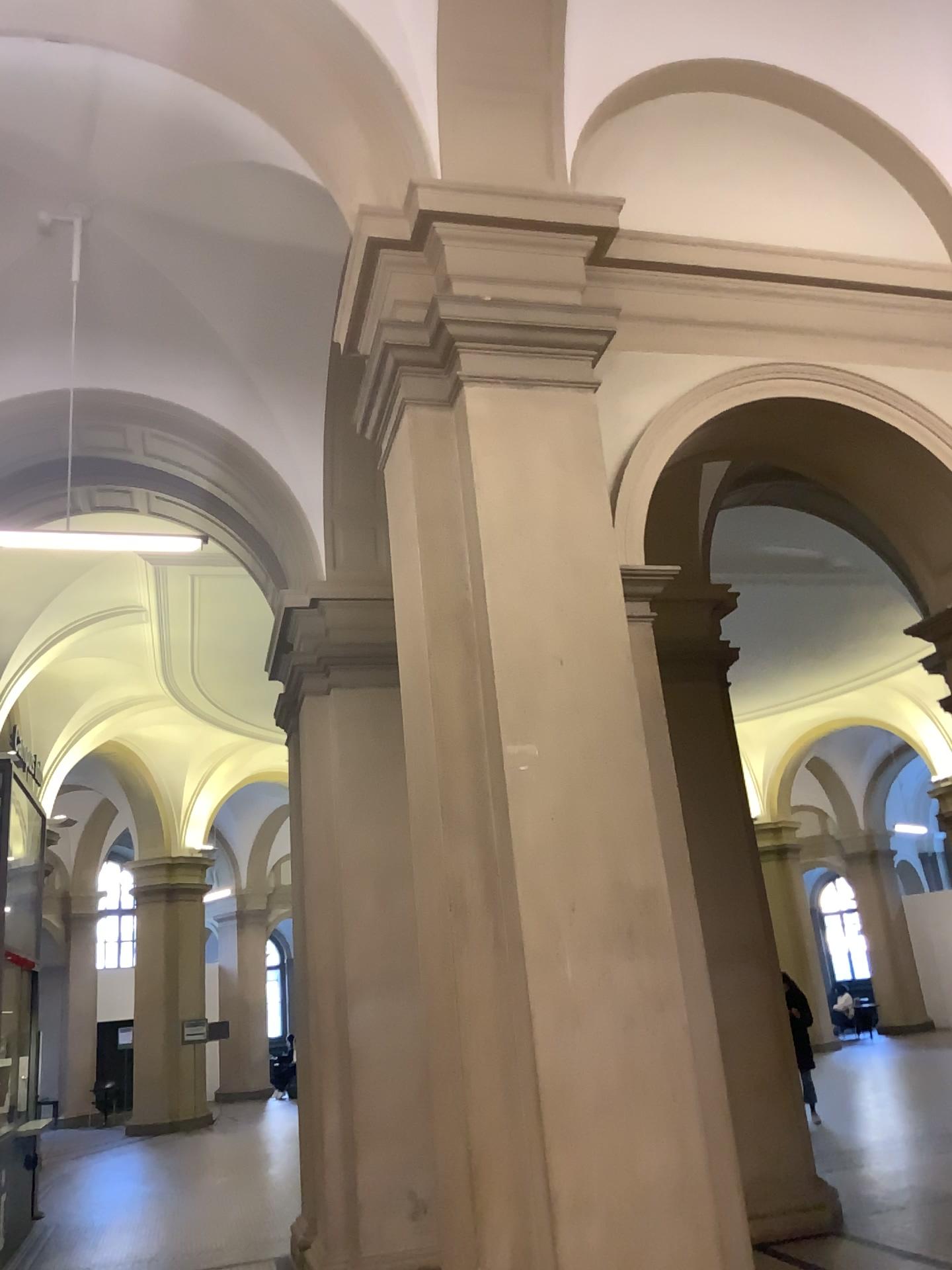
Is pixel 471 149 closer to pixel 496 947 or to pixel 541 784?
pixel 541 784
